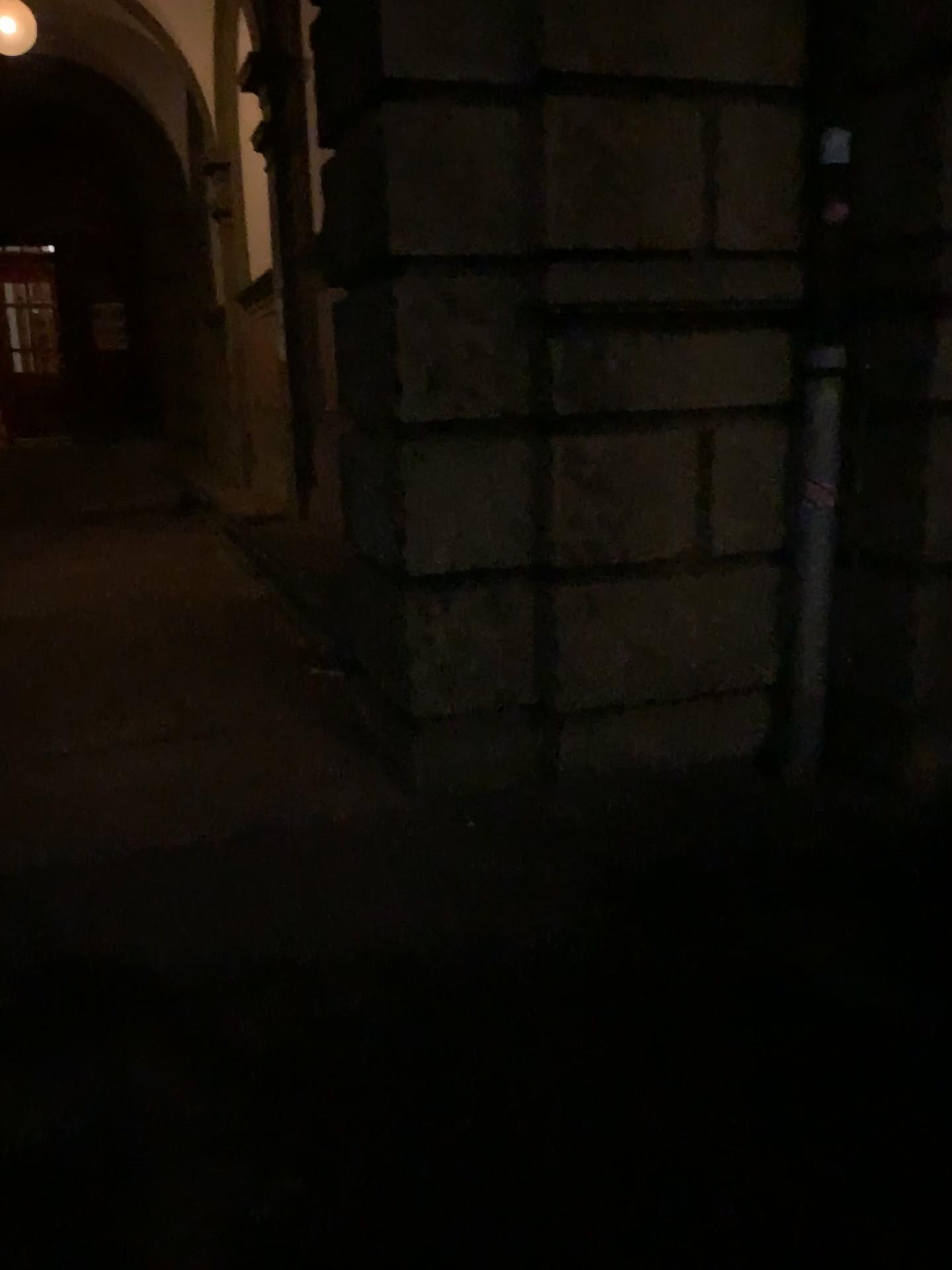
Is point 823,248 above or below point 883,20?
below

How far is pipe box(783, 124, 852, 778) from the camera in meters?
3.5

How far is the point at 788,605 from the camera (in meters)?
3.82

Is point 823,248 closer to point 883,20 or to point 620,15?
point 883,20

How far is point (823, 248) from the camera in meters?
3.5
